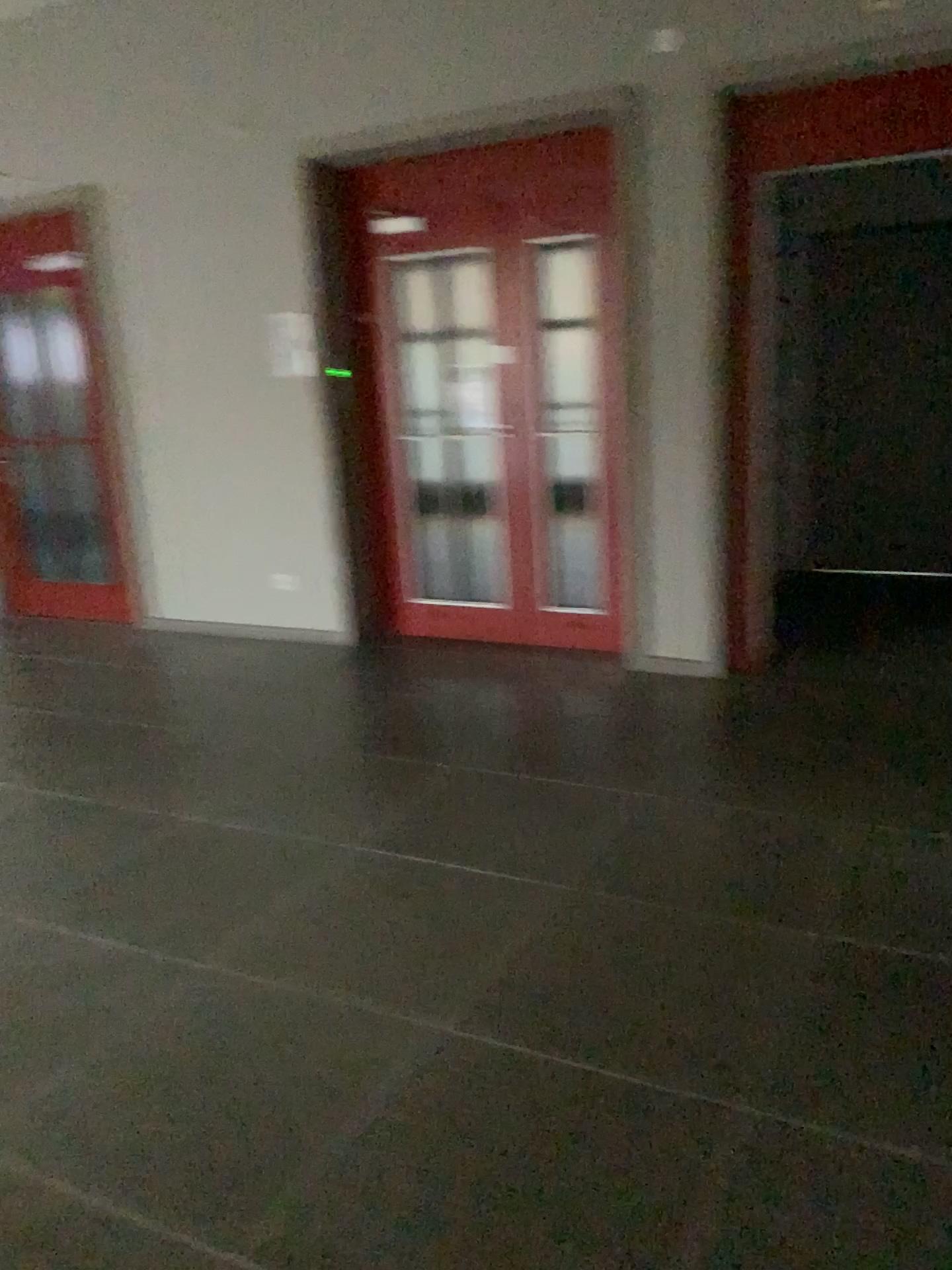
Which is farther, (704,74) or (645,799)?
(704,74)
